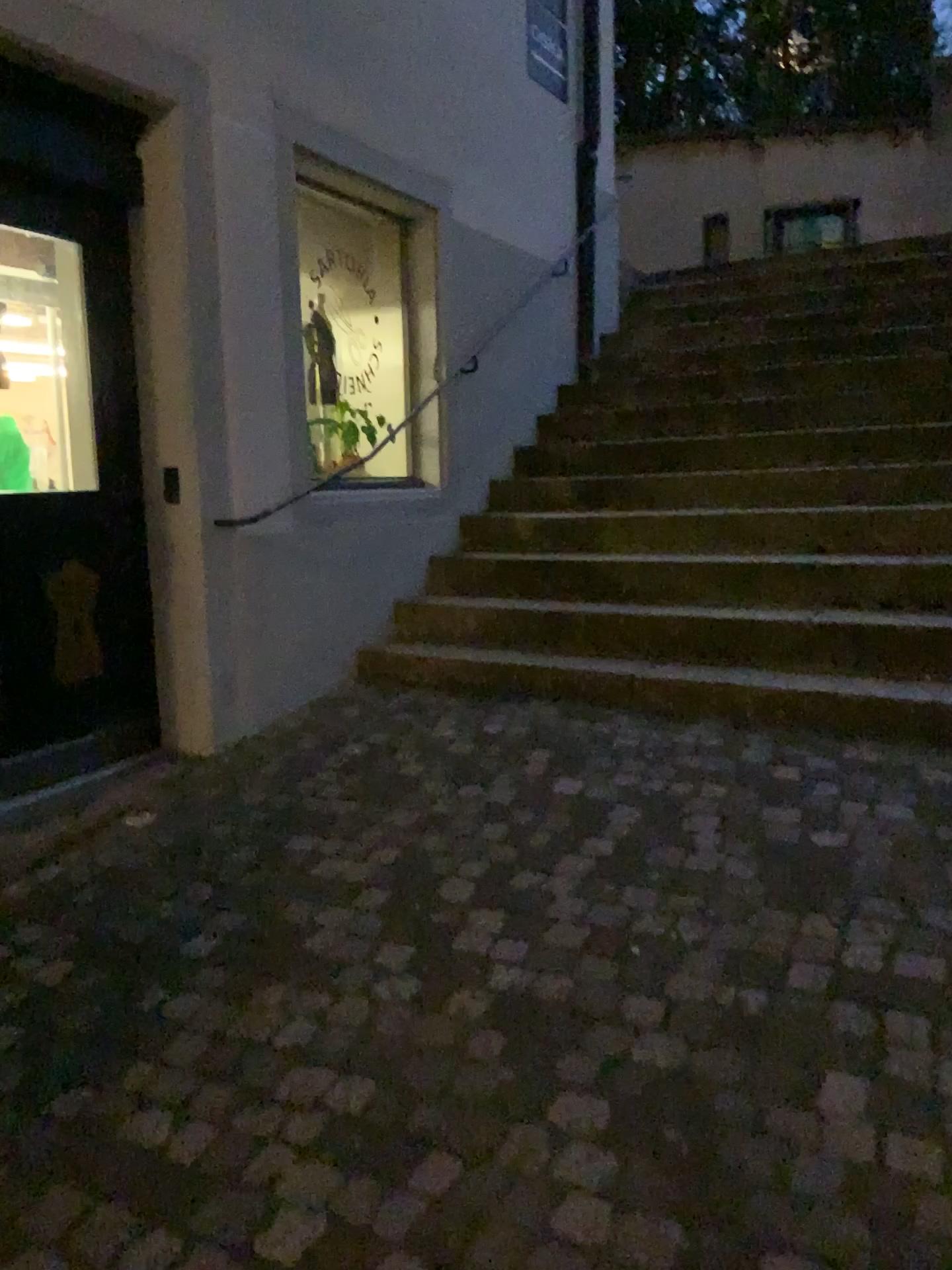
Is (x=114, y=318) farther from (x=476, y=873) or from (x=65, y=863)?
(x=476, y=873)

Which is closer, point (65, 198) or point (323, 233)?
point (65, 198)

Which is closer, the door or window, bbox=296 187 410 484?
the door

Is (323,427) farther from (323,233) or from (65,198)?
(65,198)

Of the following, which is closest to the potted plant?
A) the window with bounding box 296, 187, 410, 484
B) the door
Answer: the window with bounding box 296, 187, 410, 484

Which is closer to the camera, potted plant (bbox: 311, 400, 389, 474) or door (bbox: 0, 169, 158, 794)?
door (bbox: 0, 169, 158, 794)

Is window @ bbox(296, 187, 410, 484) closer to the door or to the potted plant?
the potted plant

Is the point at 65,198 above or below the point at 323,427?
above
